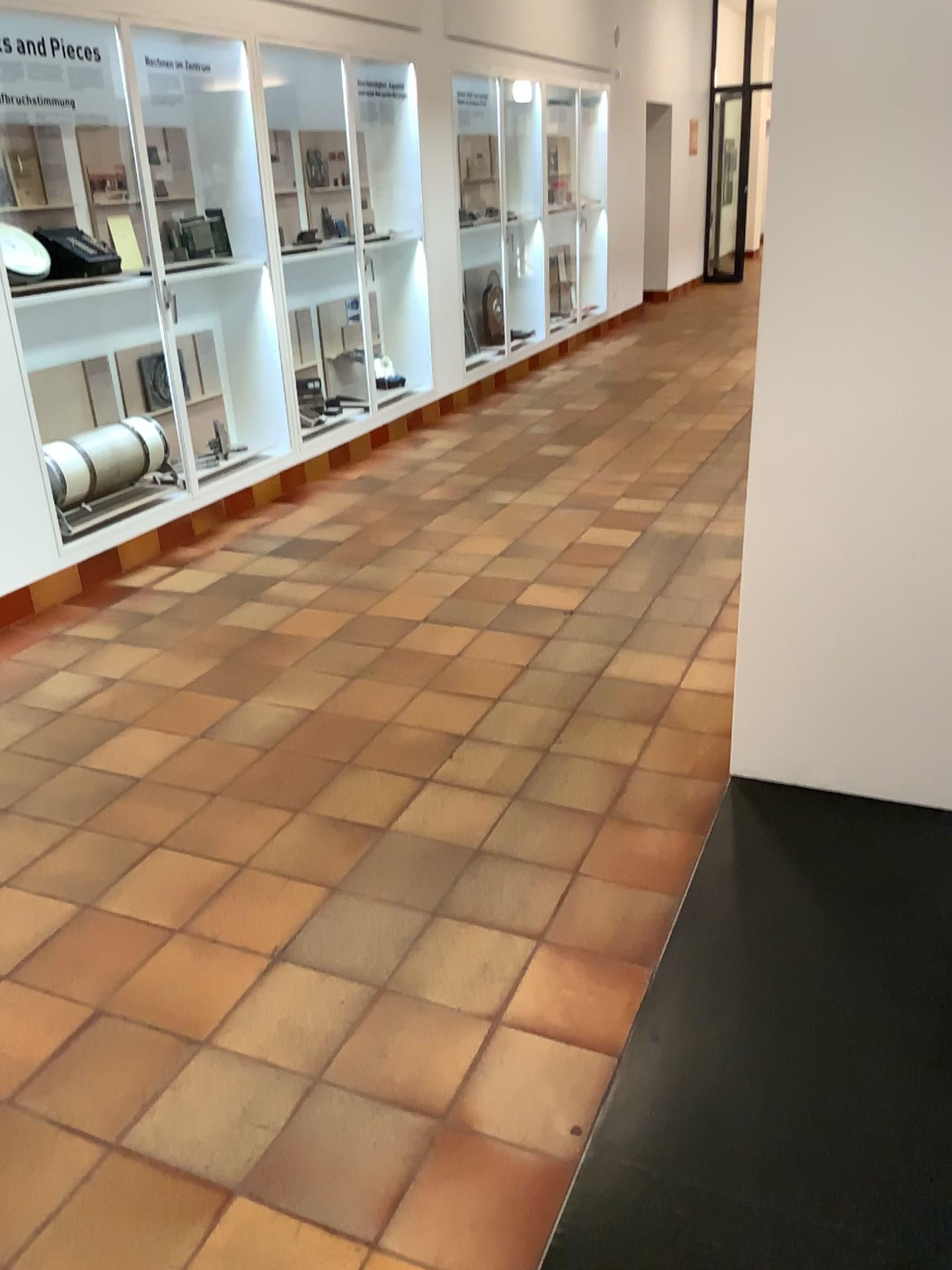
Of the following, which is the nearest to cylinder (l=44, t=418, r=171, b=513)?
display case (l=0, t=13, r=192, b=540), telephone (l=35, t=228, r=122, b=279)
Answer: display case (l=0, t=13, r=192, b=540)

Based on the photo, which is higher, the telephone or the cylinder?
the telephone

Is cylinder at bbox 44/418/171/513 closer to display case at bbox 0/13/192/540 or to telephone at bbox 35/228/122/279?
display case at bbox 0/13/192/540

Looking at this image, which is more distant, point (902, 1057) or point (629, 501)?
point (629, 501)

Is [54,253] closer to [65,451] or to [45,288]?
[45,288]

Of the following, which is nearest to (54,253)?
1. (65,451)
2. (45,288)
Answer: (45,288)

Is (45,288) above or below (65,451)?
above
